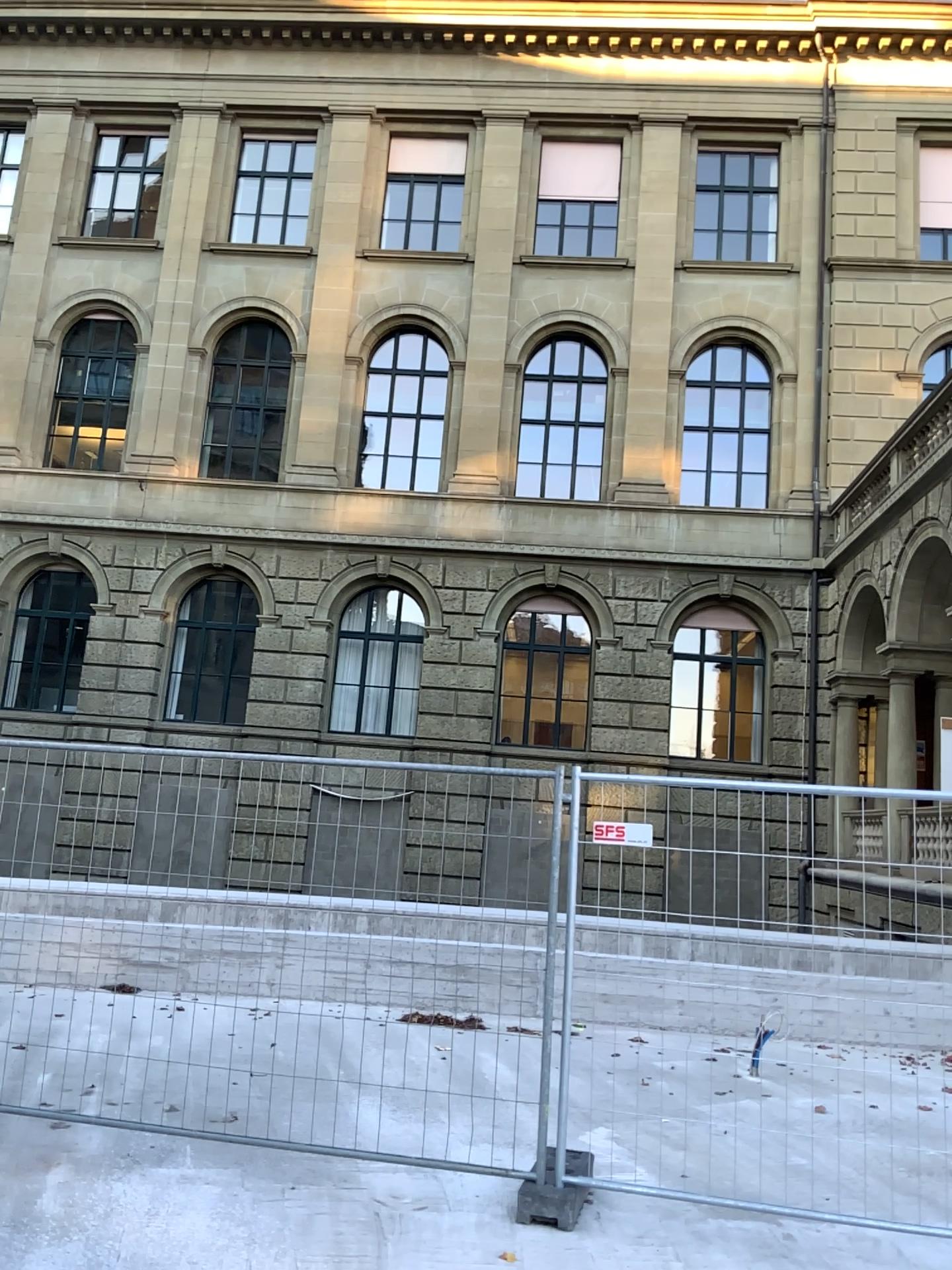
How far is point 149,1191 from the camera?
4.7 meters
